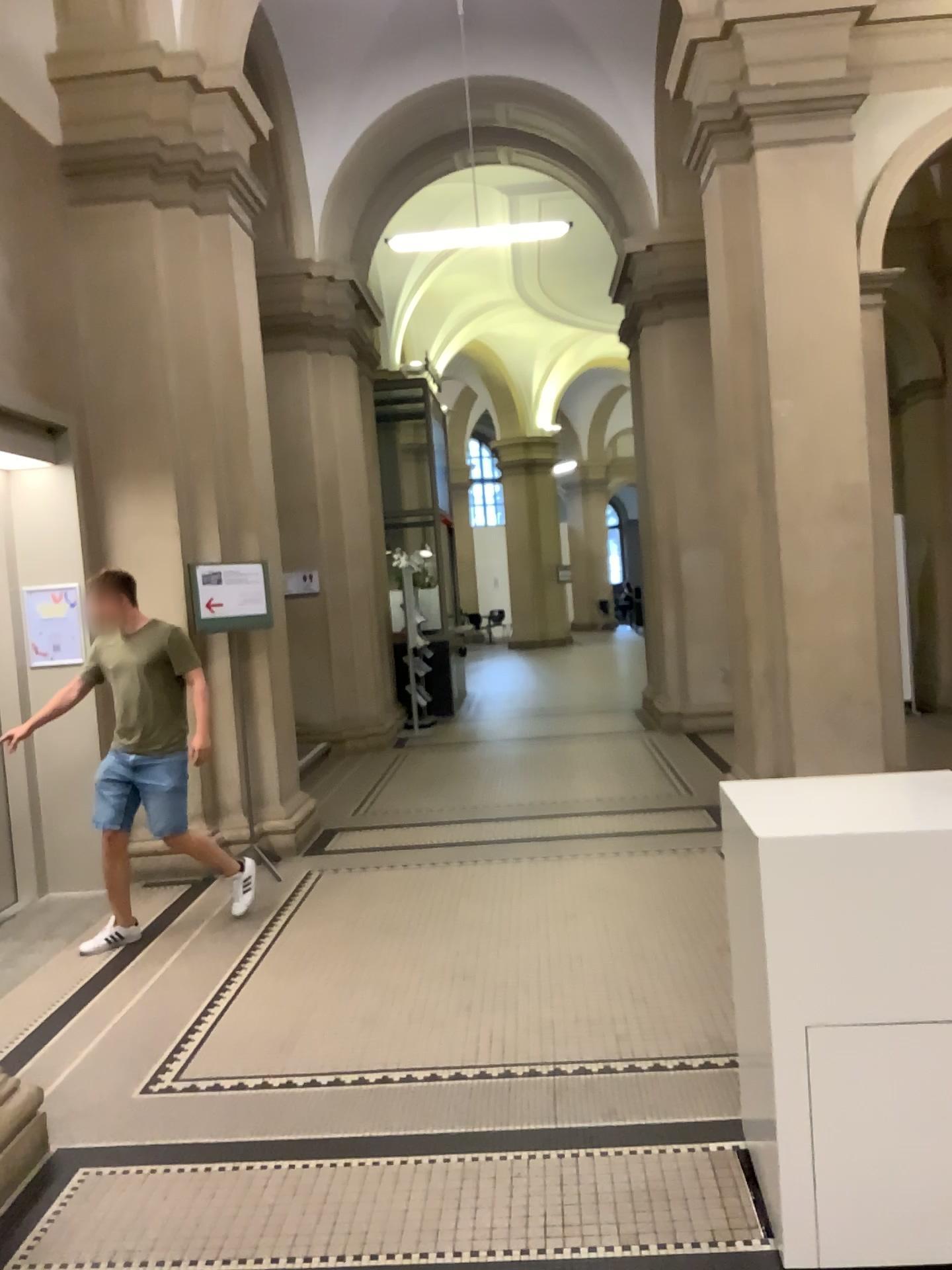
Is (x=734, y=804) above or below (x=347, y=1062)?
above
